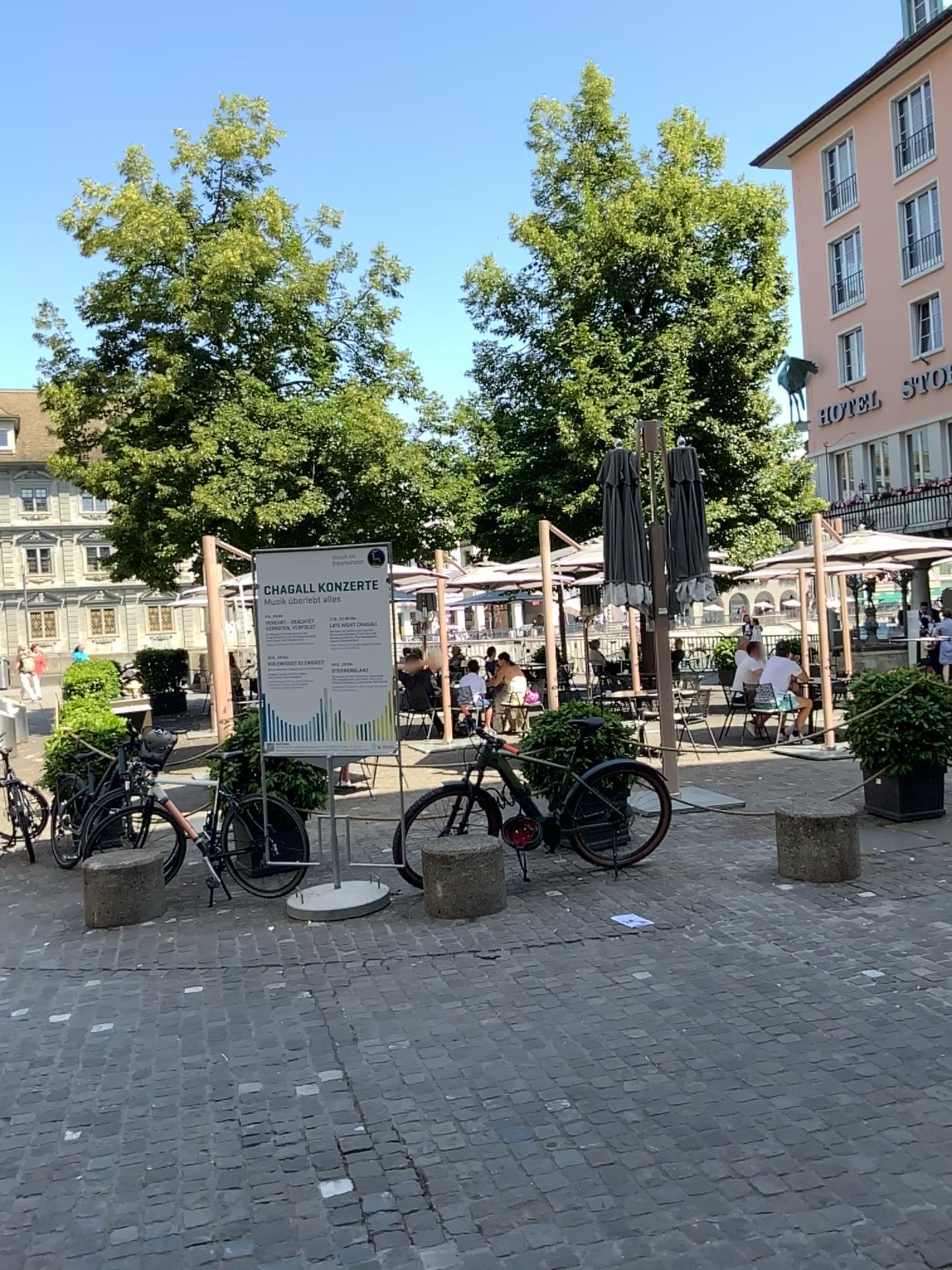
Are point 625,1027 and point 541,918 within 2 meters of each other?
yes
